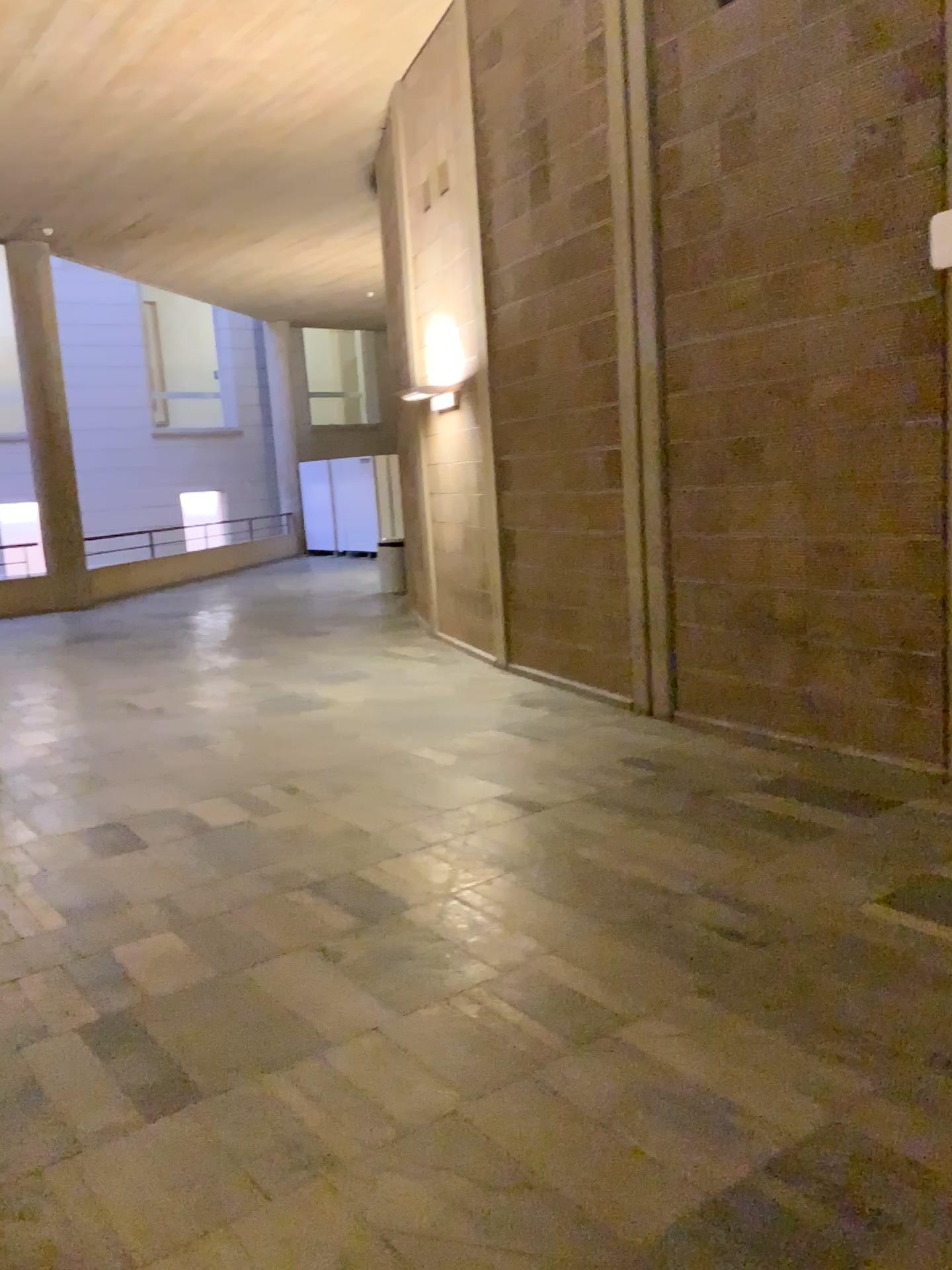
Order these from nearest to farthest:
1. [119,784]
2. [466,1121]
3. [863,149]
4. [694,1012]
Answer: [466,1121] < [694,1012] < [863,149] < [119,784]
